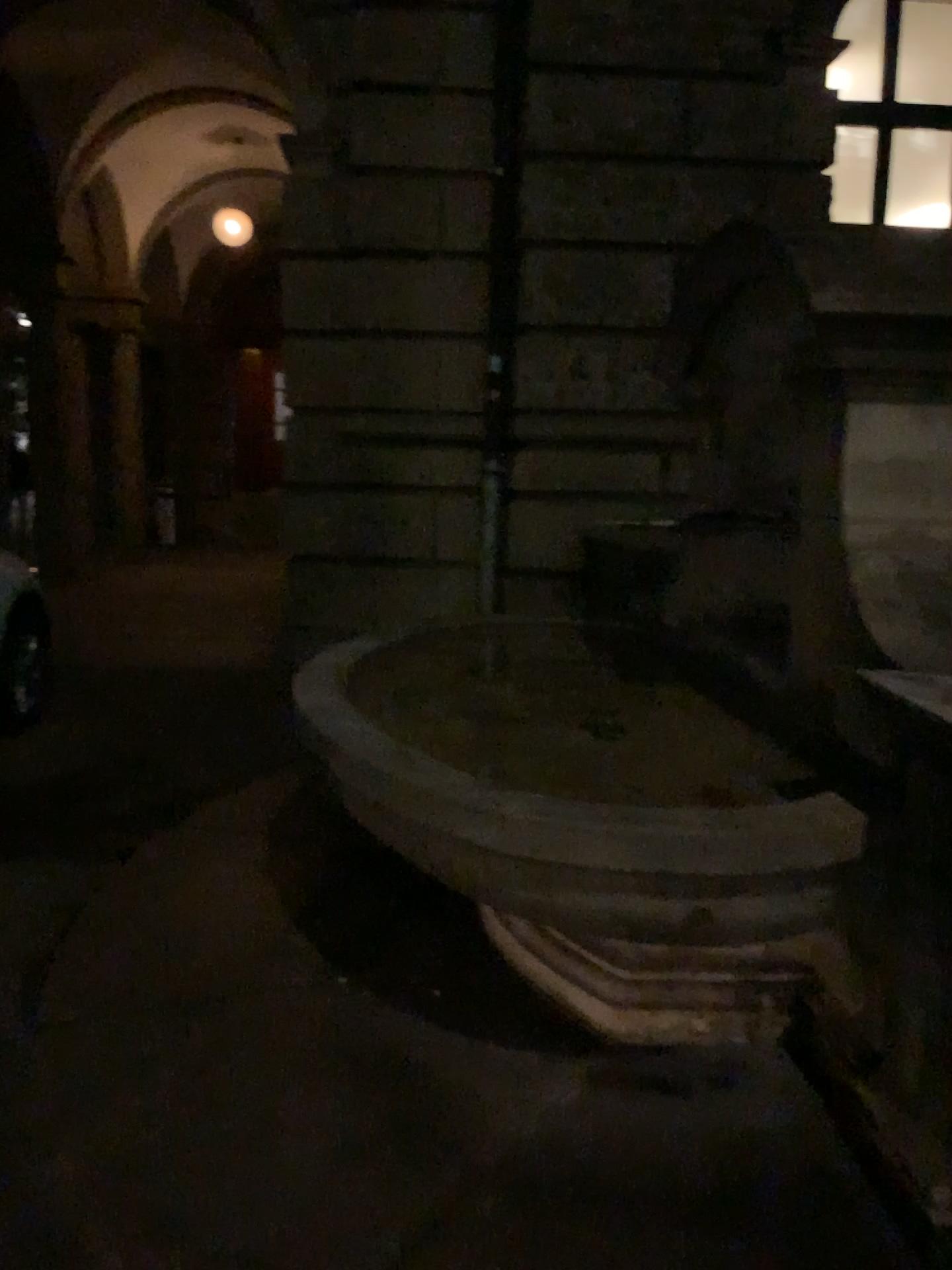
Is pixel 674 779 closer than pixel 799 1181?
No
